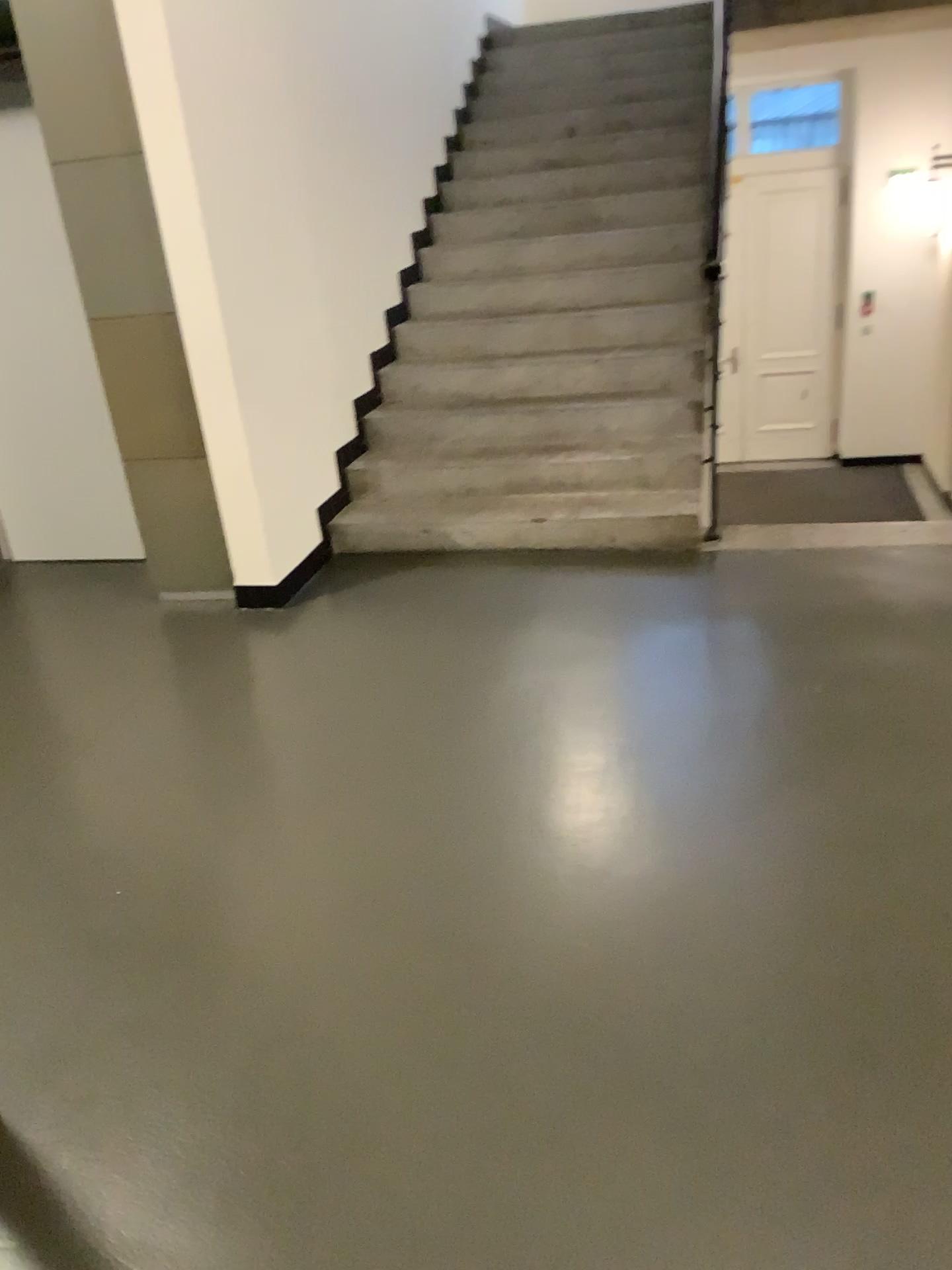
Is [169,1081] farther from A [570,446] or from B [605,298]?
B [605,298]
